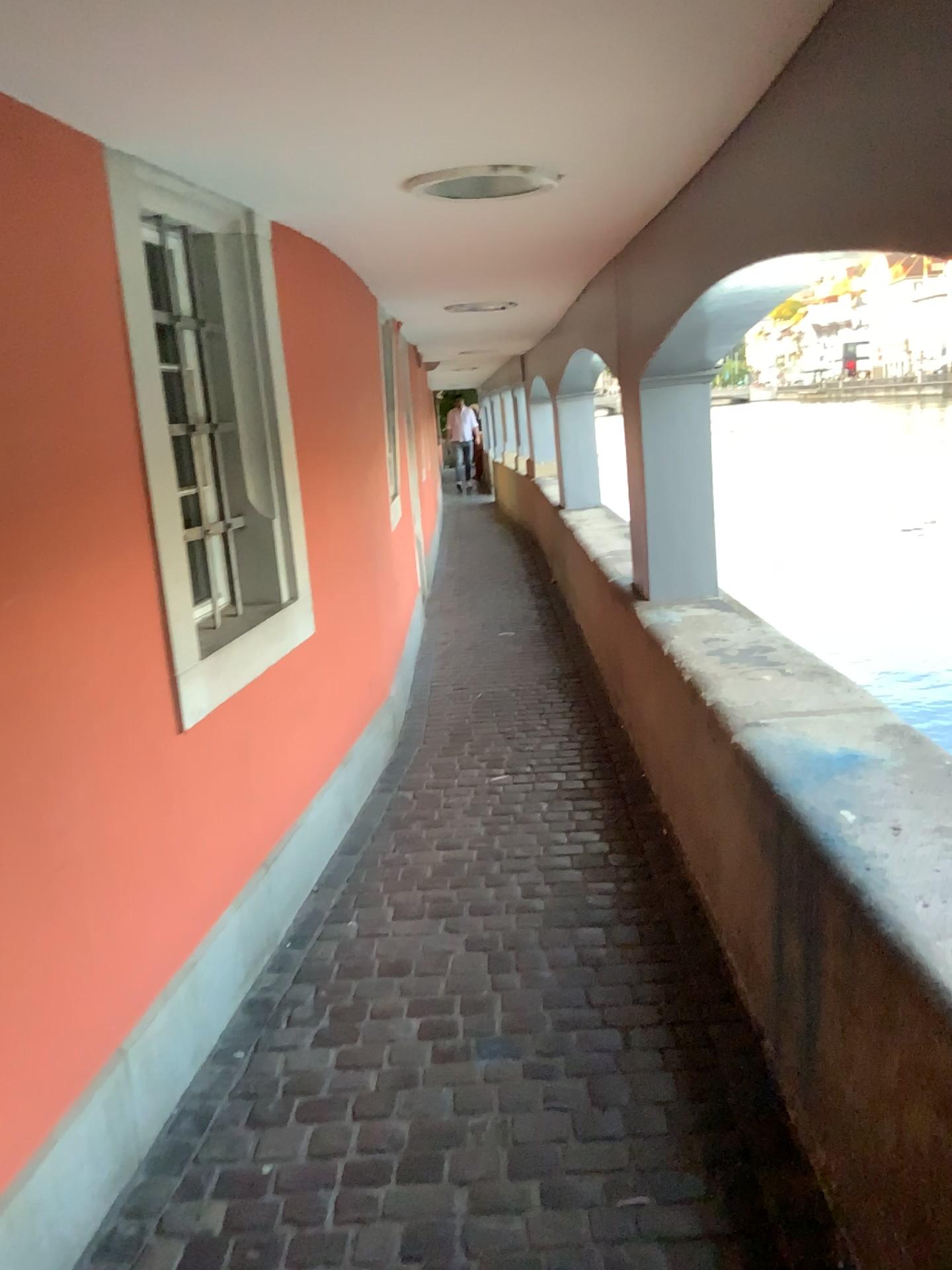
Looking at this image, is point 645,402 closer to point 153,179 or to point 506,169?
point 506,169

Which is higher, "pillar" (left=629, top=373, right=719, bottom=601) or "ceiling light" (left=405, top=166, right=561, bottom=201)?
"ceiling light" (left=405, top=166, right=561, bottom=201)

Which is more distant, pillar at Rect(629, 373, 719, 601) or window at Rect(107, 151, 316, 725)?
Result: pillar at Rect(629, 373, 719, 601)

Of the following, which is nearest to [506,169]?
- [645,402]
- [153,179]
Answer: [153,179]

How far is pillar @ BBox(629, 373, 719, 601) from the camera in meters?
4.0

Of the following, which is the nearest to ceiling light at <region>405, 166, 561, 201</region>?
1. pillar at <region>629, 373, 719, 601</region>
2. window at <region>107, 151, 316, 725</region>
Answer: window at <region>107, 151, 316, 725</region>

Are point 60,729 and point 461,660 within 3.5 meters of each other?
no

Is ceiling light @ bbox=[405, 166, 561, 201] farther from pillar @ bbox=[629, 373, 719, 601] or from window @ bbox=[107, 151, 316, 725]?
pillar @ bbox=[629, 373, 719, 601]

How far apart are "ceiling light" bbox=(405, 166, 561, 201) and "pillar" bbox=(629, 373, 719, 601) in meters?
1.4 m

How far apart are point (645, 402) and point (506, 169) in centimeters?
168cm
